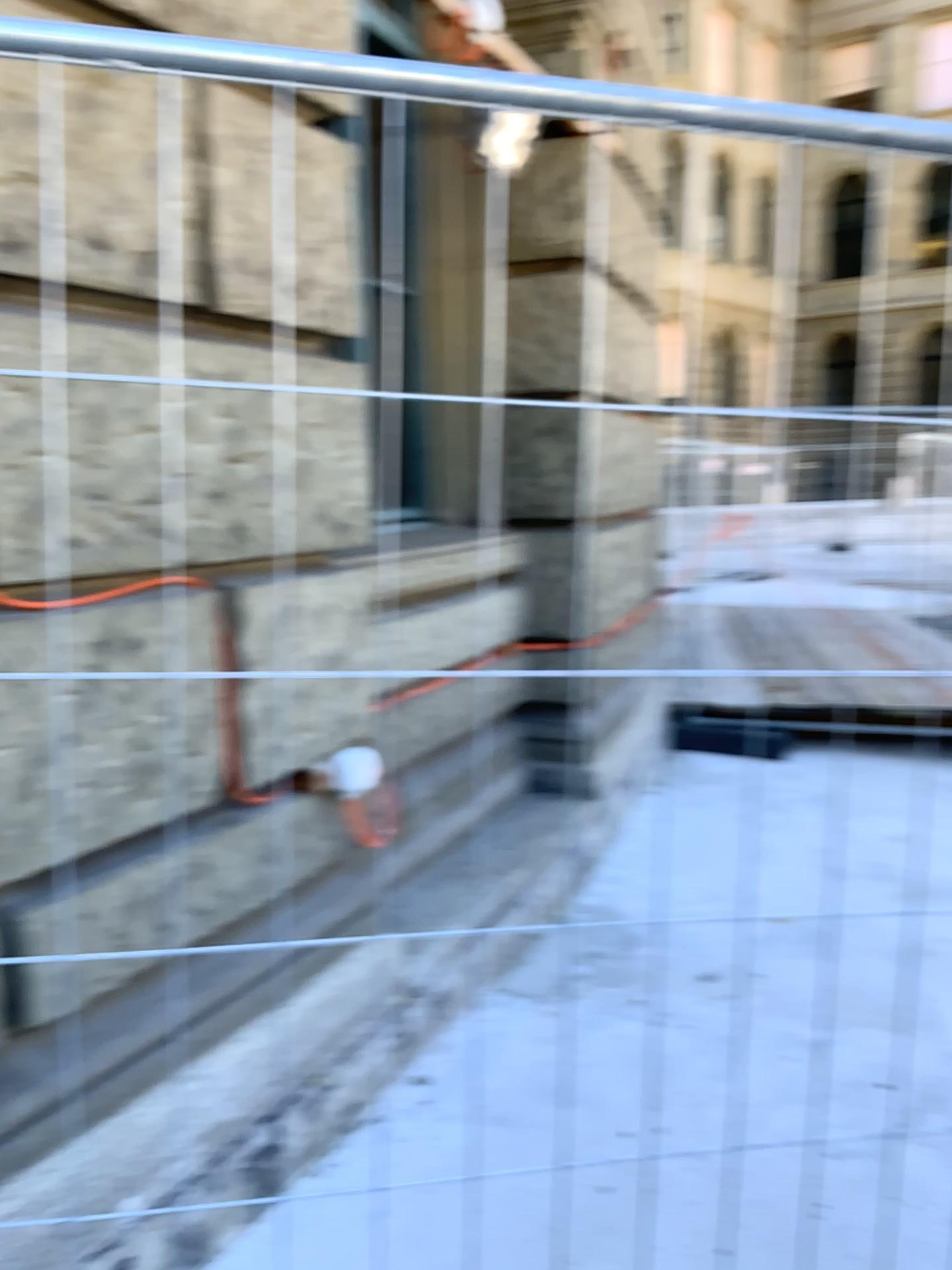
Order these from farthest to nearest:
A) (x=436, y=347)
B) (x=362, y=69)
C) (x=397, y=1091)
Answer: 1. (x=436, y=347)
2. (x=397, y=1091)
3. (x=362, y=69)
